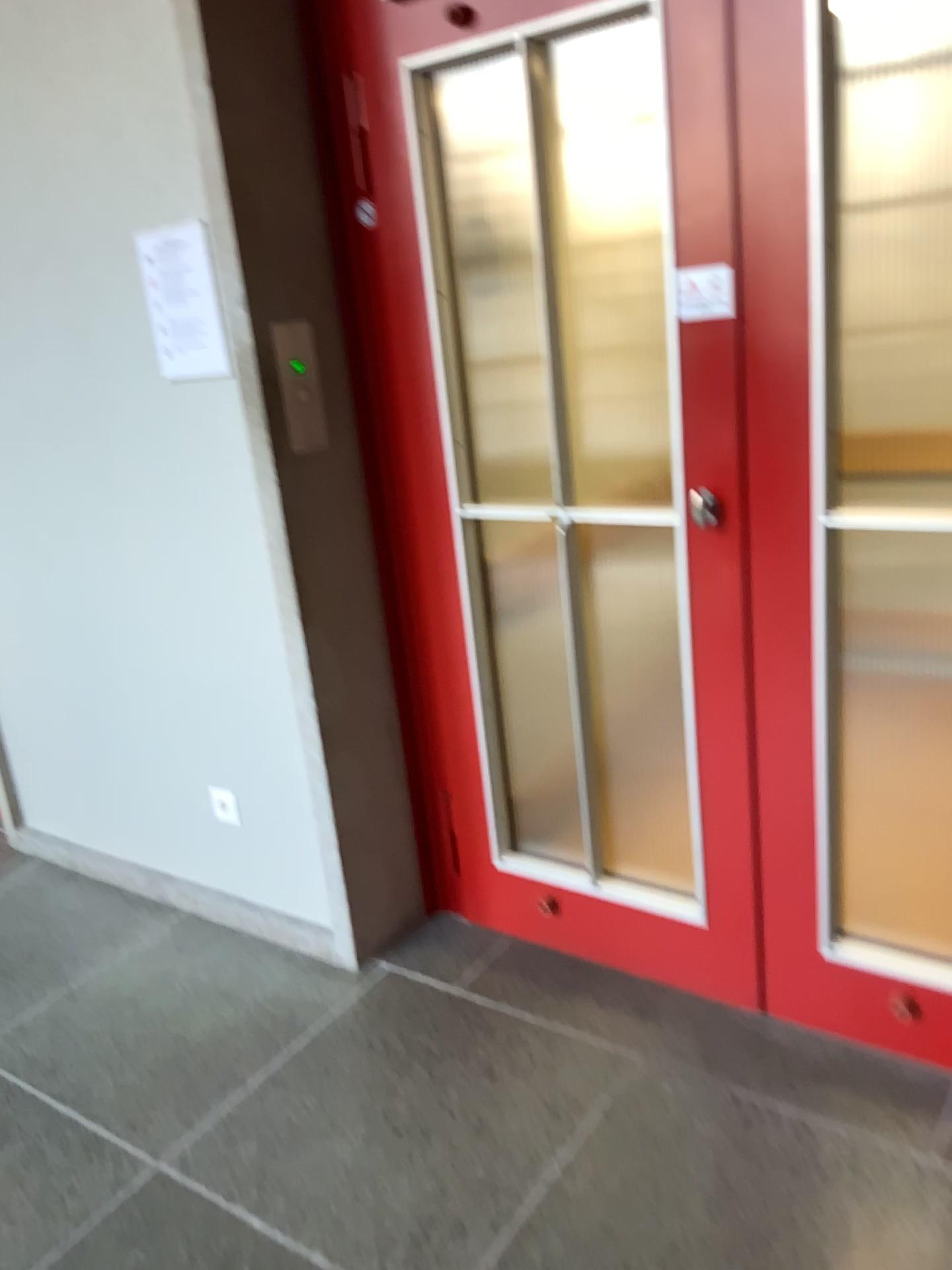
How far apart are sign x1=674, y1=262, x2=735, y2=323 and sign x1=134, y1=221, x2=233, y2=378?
1.0m

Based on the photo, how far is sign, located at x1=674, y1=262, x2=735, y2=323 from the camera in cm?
180

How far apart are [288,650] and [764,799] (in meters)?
1.06

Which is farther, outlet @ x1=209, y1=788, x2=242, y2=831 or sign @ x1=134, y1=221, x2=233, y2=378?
outlet @ x1=209, y1=788, x2=242, y2=831

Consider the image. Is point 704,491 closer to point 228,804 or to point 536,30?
point 536,30

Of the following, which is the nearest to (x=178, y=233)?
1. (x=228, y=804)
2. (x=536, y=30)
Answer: (x=536, y=30)

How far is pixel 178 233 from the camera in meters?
2.2

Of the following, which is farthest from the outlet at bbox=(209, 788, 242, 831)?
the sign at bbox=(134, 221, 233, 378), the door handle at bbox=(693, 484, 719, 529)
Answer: the door handle at bbox=(693, 484, 719, 529)

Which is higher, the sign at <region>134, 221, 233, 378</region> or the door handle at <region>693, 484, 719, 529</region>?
the sign at <region>134, 221, 233, 378</region>

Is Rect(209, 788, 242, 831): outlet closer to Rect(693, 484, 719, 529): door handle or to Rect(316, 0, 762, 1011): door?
Rect(316, 0, 762, 1011): door
